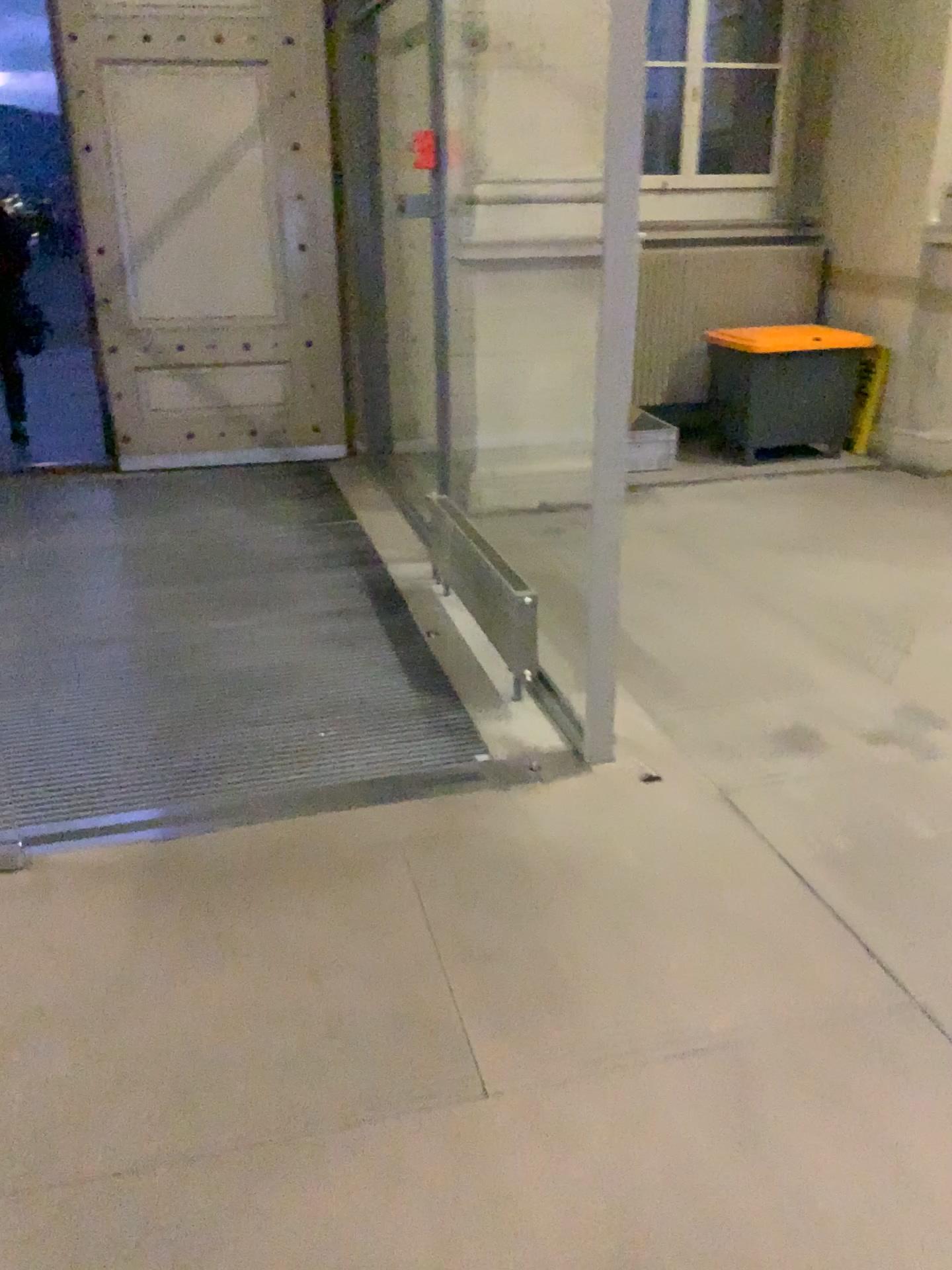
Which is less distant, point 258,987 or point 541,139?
point 258,987
